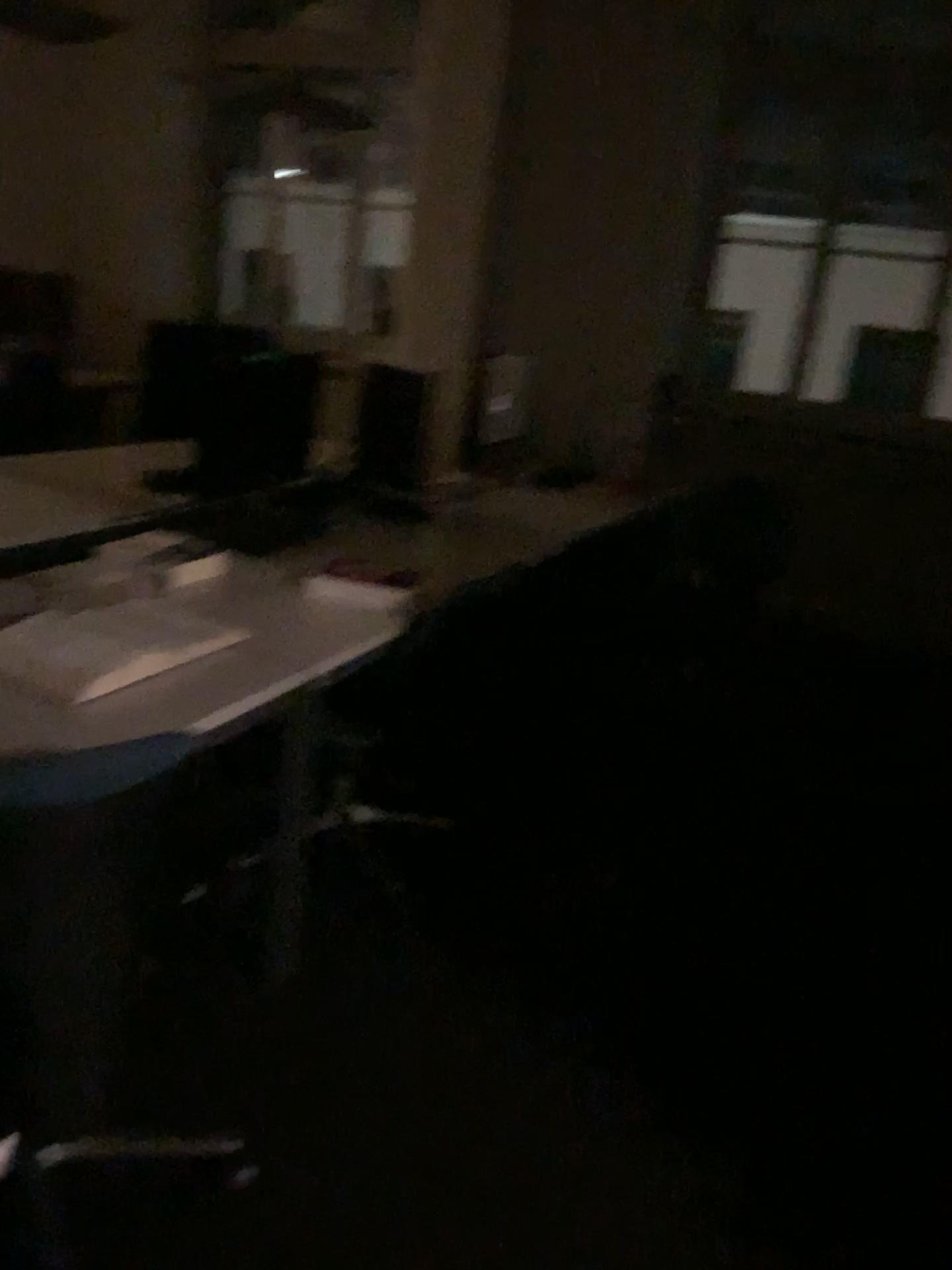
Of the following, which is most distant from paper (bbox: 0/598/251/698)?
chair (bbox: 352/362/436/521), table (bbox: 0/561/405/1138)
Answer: chair (bbox: 352/362/436/521)

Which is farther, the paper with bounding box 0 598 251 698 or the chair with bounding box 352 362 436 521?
the chair with bounding box 352 362 436 521

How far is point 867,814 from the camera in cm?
331

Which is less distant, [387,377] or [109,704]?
[109,704]

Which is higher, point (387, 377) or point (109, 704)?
point (387, 377)

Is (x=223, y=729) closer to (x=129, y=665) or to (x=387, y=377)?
(x=129, y=665)

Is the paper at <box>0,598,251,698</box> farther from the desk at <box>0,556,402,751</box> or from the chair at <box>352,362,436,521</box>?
the chair at <box>352,362,436,521</box>

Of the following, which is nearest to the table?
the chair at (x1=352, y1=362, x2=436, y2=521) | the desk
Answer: the desk

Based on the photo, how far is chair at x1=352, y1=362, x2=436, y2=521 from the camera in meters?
3.1
